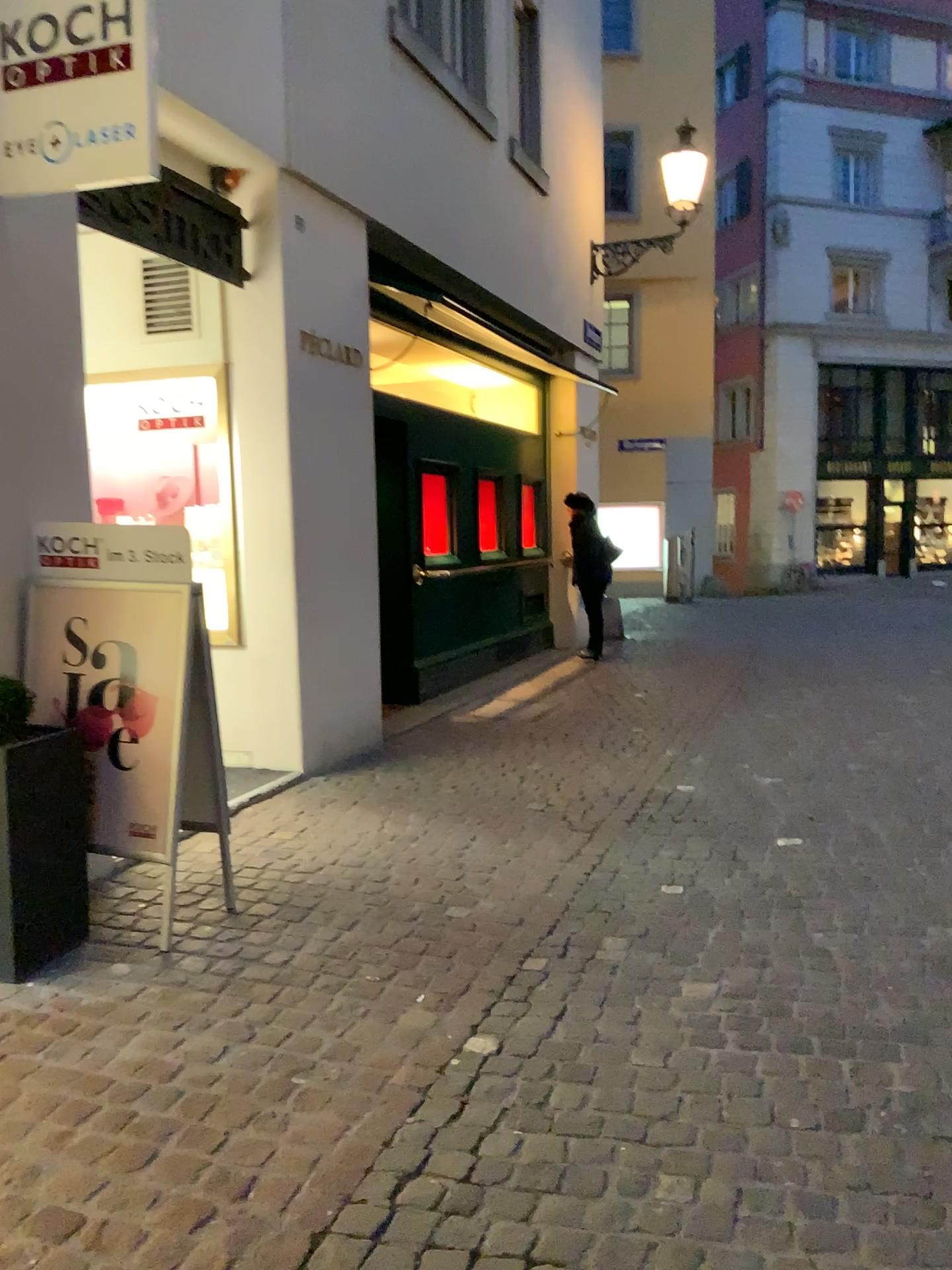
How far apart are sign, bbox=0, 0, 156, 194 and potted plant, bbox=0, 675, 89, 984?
1.5 meters

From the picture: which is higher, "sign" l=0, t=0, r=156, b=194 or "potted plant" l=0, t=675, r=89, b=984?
"sign" l=0, t=0, r=156, b=194

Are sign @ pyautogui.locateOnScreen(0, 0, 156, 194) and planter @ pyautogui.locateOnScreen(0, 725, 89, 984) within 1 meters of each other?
no

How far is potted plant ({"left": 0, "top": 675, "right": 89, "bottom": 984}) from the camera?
3.06m

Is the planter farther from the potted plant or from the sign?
the sign

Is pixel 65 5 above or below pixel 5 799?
above

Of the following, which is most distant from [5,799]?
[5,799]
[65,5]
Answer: [65,5]

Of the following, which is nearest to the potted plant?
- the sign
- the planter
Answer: the planter

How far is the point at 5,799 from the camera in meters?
3.1

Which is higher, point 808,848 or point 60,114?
point 60,114
